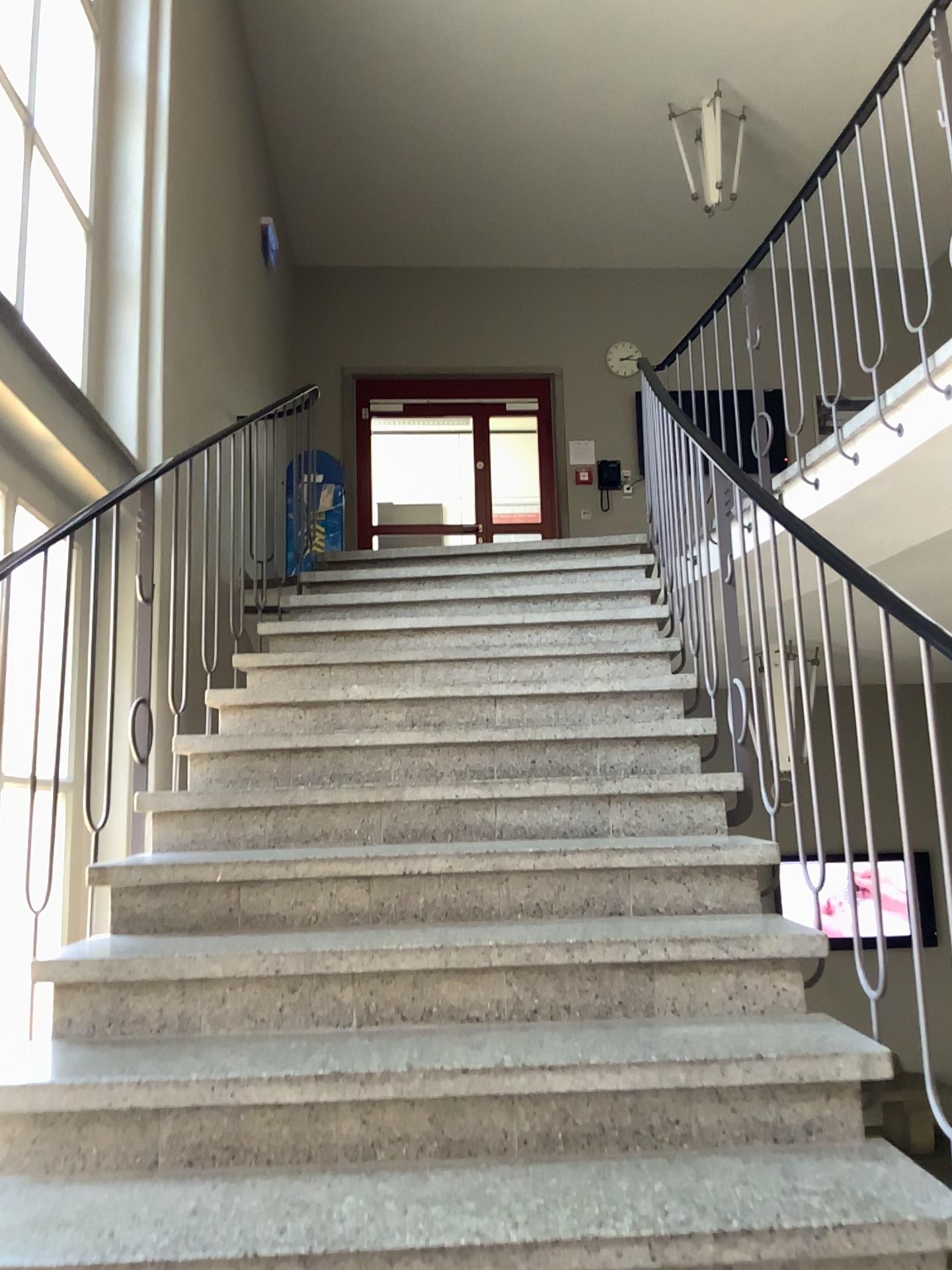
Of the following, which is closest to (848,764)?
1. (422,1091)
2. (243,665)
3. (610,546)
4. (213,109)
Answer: (422,1091)
